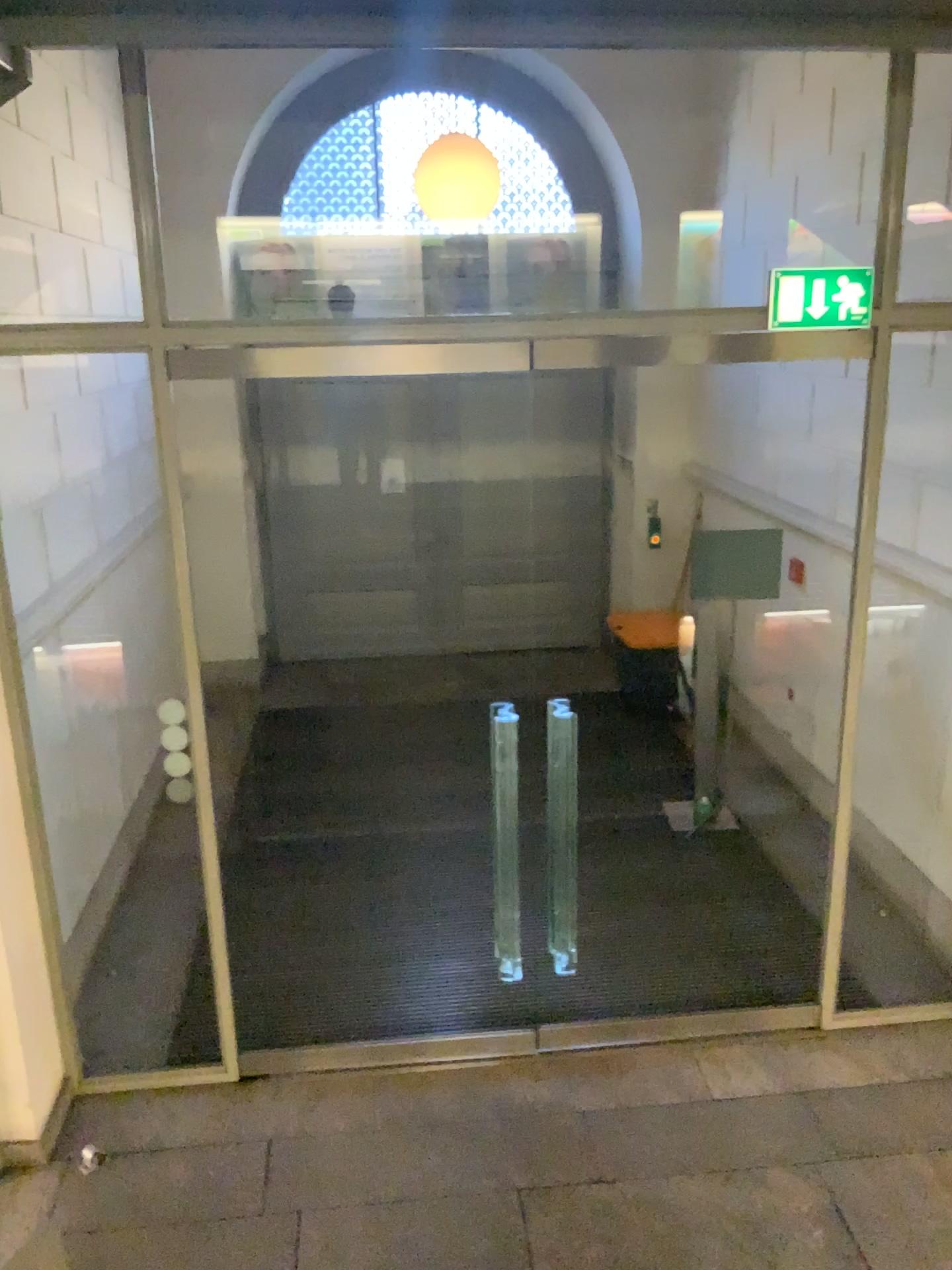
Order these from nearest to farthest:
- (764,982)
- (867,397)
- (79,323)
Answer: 1. (79,323)
2. (867,397)
3. (764,982)
